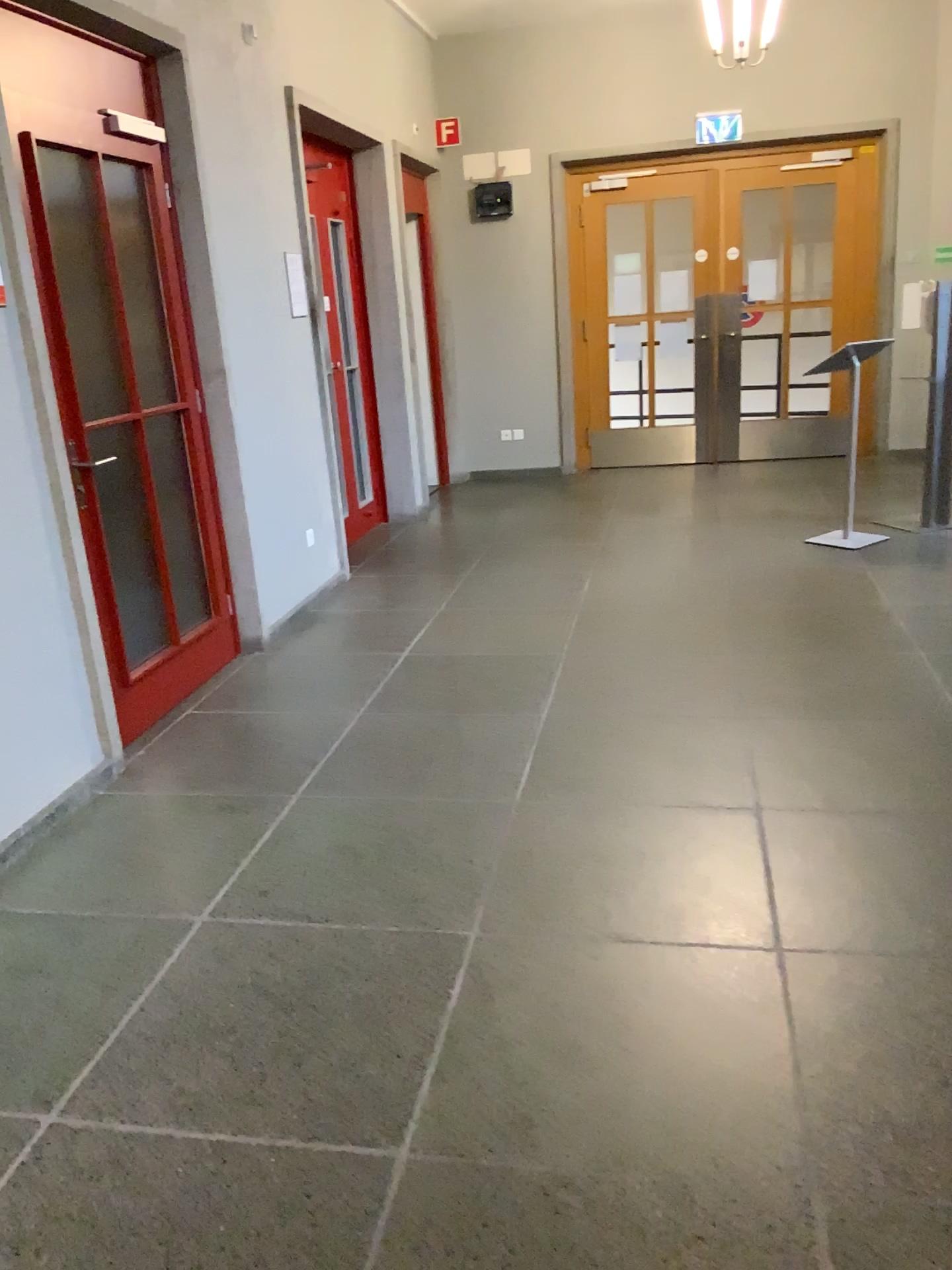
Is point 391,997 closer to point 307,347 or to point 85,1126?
point 85,1126
